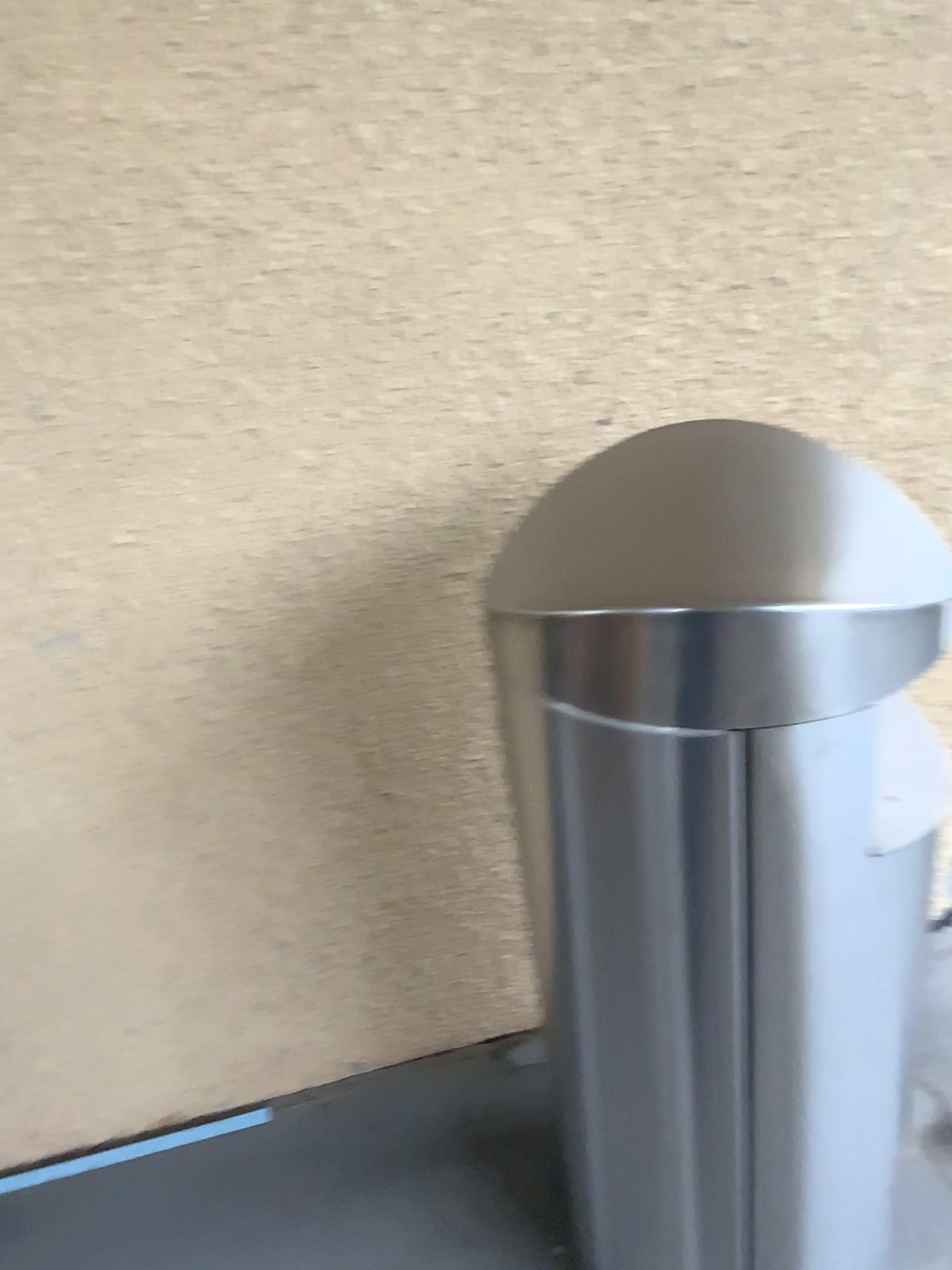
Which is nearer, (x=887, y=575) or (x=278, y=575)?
(x=887, y=575)

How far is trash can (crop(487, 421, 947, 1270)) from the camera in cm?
75

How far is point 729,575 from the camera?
0.8m
